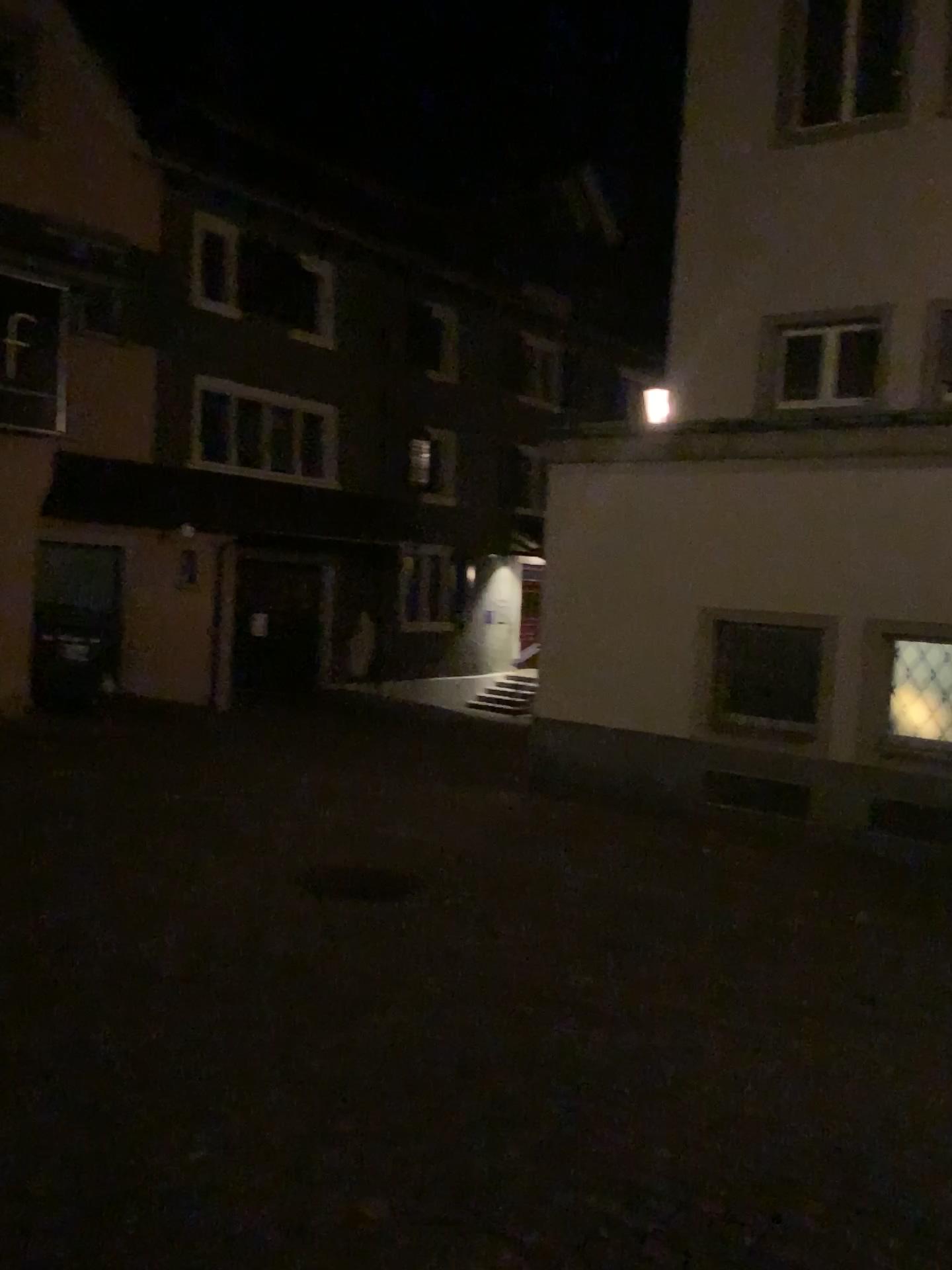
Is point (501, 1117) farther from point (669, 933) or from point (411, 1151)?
point (669, 933)
